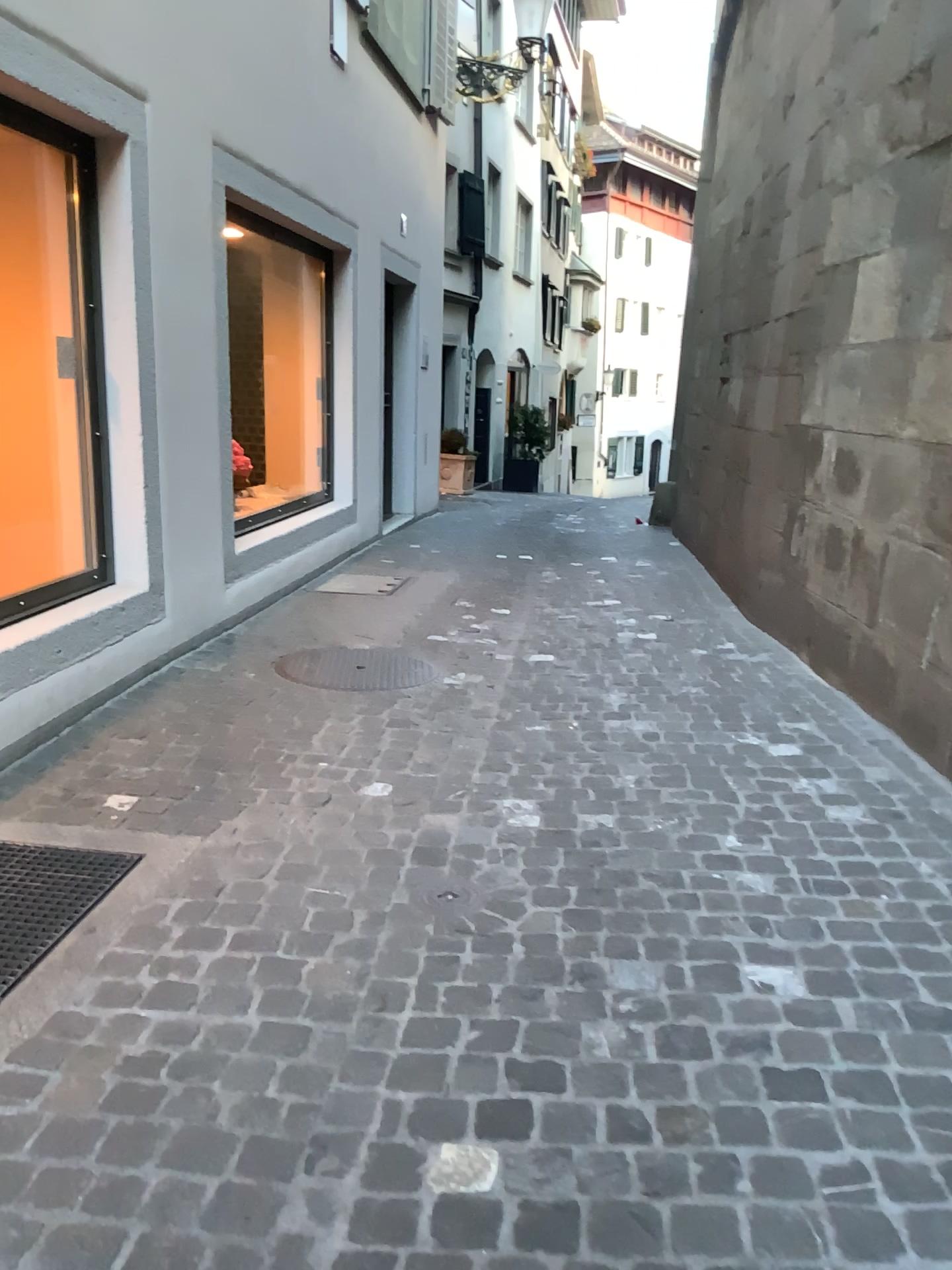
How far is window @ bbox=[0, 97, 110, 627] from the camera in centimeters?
394cm

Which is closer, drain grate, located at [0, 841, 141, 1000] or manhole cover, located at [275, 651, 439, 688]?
drain grate, located at [0, 841, 141, 1000]

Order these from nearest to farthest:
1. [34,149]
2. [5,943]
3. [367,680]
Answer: [5,943], [34,149], [367,680]

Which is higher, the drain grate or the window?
the window

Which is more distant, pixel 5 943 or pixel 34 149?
pixel 34 149

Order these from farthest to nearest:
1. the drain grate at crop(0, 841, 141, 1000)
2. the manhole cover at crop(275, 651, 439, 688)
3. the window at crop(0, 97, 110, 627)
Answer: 1. the manhole cover at crop(275, 651, 439, 688)
2. the window at crop(0, 97, 110, 627)
3. the drain grate at crop(0, 841, 141, 1000)

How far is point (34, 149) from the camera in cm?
394

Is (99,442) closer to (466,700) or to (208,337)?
(208,337)

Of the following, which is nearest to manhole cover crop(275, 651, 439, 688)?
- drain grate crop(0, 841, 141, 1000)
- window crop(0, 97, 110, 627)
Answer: window crop(0, 97, 110, 627)

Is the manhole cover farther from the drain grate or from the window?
the drain grate
